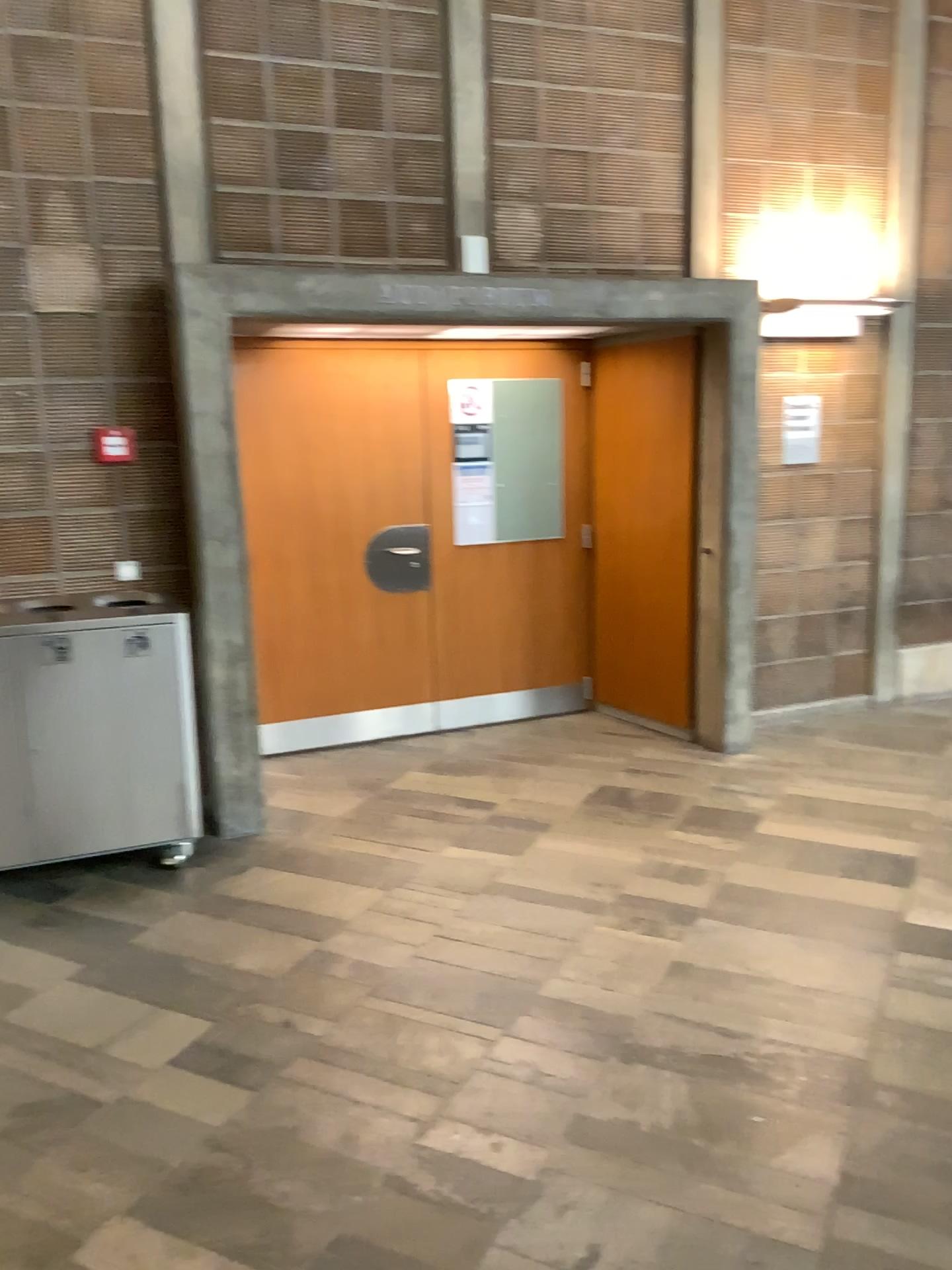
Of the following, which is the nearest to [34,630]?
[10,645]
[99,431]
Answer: [10,645]

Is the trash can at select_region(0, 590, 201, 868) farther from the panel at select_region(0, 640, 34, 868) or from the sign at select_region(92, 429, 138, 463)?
the sign at select_region(92, 429, 138, 463)

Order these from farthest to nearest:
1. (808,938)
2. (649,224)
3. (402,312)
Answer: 1. (649,224)
2. (402,312)
3. (808,938)

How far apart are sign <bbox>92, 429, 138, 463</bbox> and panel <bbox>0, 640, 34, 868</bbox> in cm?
91

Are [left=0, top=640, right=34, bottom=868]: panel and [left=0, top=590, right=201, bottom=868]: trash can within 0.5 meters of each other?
yes

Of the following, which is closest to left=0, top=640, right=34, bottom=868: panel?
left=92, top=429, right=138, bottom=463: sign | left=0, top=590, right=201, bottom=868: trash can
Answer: left=0, top=590, right=201, bottom=868: trash can

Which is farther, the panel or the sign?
the sign

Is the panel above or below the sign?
below

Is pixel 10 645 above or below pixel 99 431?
below

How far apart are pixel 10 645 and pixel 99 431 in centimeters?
99cm
